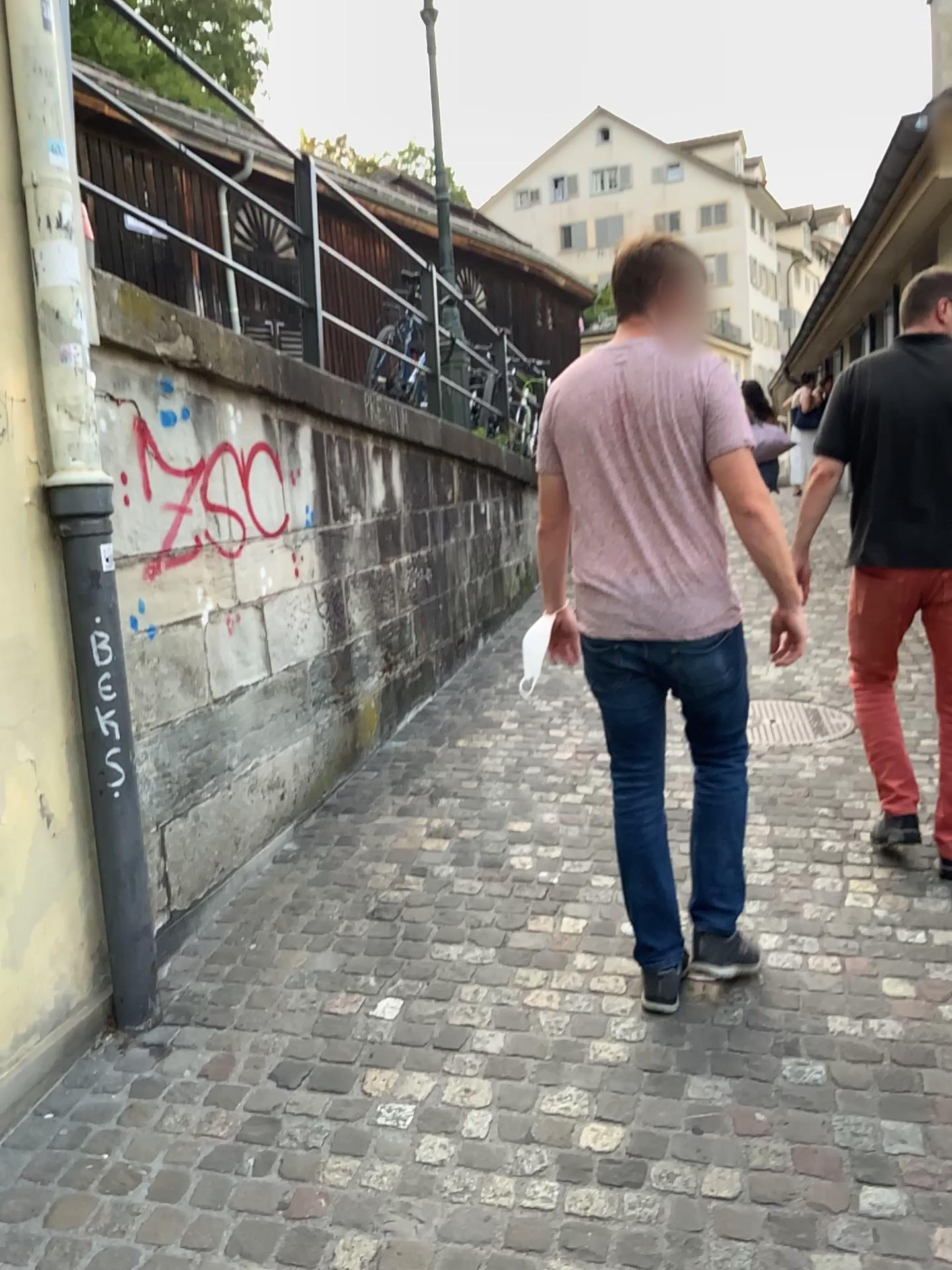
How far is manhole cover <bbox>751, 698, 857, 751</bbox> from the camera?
4.7 meters

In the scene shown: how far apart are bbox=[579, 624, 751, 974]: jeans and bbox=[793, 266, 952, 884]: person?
0.82m

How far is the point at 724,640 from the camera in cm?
255

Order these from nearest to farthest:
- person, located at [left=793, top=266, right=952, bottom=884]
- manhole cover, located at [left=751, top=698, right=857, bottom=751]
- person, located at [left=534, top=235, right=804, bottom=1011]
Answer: person, located at [left=534, top=235, right=804, bottom=1011] < person, located at [left=793, top=266, right=952, bottom=884] < manhole cover, located at [left=751, top=698, right=857, bottom=751]

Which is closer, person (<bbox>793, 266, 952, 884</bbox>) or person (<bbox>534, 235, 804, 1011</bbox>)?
person (<bbox>534, 235, 804, 1011</bbox>)

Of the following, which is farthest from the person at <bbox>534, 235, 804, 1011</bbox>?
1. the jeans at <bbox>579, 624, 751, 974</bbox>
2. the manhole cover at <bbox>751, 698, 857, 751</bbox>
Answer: the manhole cover at <bbox>751, 698, 857, 751</bbox>

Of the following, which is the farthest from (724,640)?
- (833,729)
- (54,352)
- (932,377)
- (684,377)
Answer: (833,729)

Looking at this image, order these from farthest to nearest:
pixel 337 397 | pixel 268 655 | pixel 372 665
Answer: pixel 372 665 < pixel 337 397 < pixel 268 655

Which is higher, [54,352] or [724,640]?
[54,352]

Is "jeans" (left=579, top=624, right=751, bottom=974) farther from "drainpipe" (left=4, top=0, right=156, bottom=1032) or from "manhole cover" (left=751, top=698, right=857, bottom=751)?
"manhole cover" (left=751, top=698, right=857, bottom=751)
